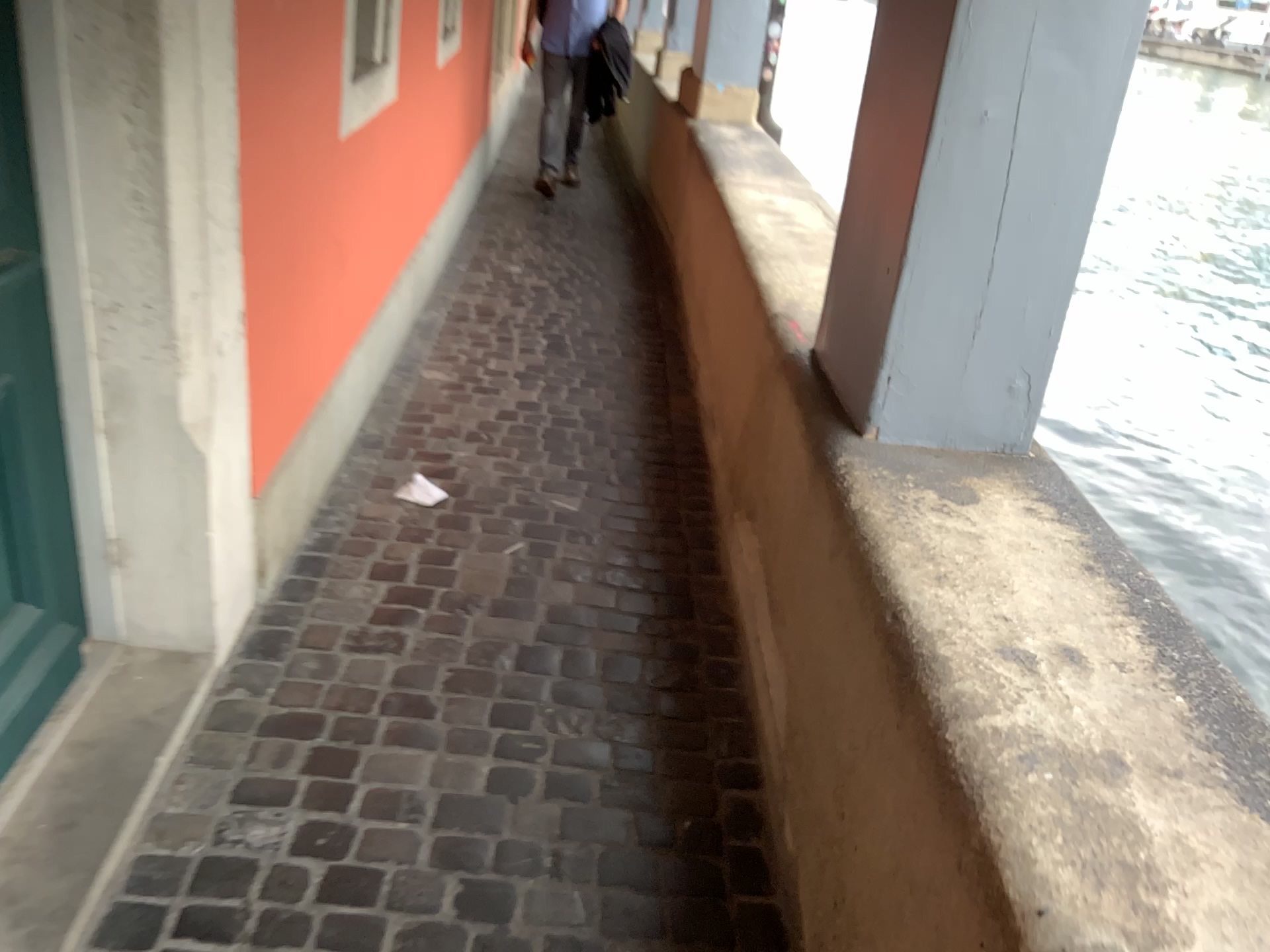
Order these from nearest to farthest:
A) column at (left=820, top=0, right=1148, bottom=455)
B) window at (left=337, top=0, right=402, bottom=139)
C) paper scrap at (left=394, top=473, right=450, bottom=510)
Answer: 1. column at (left=820, top=0, right=1148, bottom=455)
2. window at (left=337, top=0, right=402, bottom=139)
3. paper scrap at (left=394, top=473, right=450, bottom=510)

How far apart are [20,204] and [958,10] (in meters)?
1.48

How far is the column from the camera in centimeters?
162cm

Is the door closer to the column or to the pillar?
the pillar

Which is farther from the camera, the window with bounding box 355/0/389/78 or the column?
the window with bounding box 355/0/389/78

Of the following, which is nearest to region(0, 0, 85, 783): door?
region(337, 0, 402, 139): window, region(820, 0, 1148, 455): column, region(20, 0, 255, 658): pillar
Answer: region(20, 0, 255, 658): pillar

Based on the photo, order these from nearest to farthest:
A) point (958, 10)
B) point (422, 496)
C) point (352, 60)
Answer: point (958, 10), point (352, 60), point (422, 496)

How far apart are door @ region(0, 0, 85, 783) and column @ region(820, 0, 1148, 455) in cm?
137

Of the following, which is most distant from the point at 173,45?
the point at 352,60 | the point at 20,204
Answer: the point at 352,60

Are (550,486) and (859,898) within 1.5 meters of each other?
no
